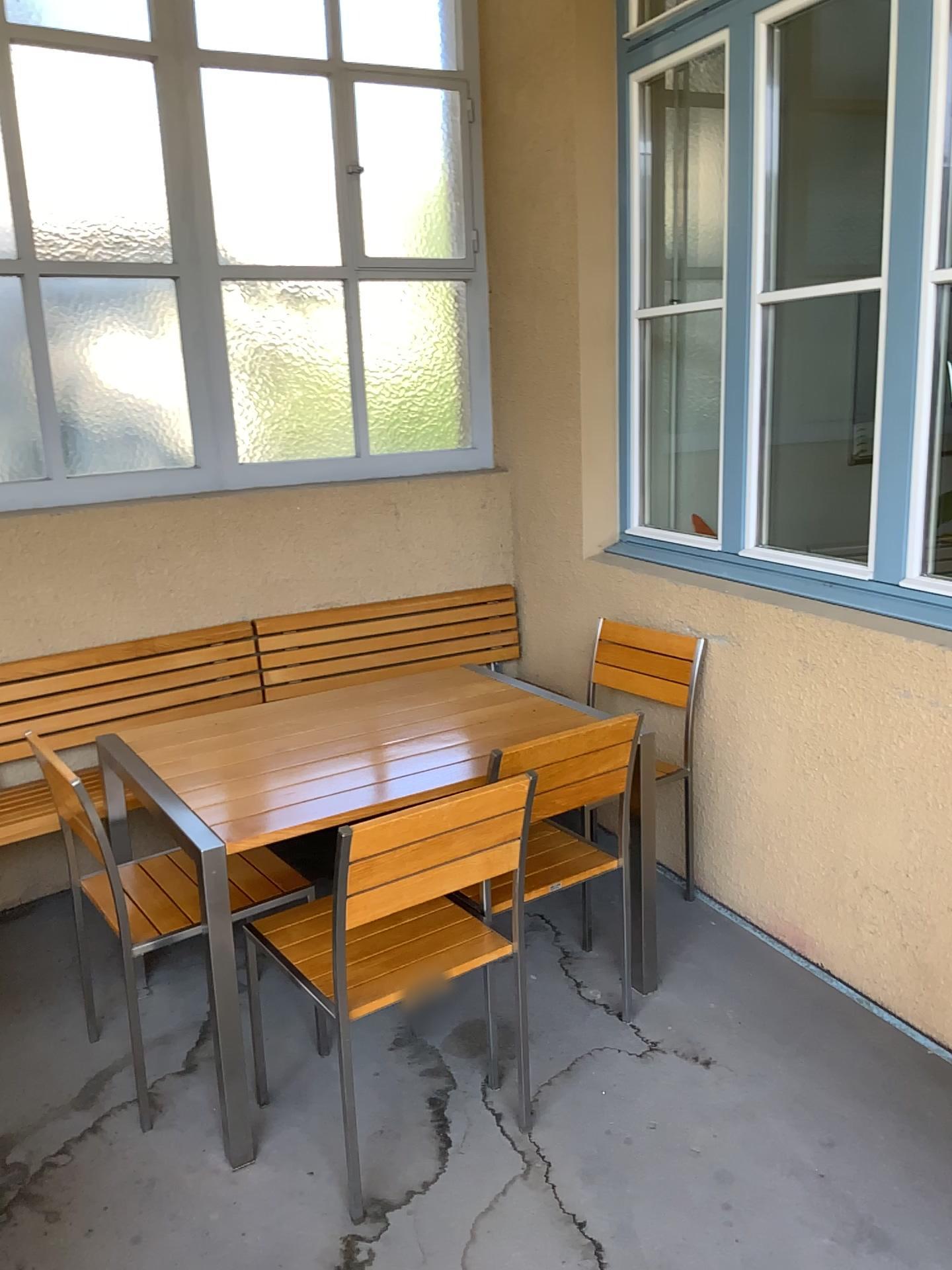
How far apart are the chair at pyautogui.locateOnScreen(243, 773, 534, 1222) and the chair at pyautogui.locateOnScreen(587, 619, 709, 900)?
1.1m

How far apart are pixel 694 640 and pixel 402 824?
1.6 meters

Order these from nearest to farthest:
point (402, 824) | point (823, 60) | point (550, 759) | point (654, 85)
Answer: point (402, 824), point (550, 759), point (654, 85), point (823, 60)

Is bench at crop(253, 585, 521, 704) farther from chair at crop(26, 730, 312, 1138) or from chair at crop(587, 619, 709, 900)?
chair at crop(26, 730, 312, 1138)

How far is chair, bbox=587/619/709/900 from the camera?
3.29m

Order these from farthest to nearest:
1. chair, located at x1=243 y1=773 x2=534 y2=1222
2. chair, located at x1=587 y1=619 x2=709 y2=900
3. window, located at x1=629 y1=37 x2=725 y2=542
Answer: window, located at x1=629 y1=37 x2=725 y2=542 → chair, located at x1=587 y1=619 x2=709 y2=900 → chair, located at x1=243 y1=773 x2=534 y2=1222

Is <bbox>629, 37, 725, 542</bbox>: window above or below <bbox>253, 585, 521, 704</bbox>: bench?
above

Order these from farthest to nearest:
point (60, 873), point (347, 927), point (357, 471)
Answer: point (357, 471) → point (60, 873) → point (347, 927)

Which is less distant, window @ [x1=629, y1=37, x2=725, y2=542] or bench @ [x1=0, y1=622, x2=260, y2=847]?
bench @ [x1=0, y1=622, x2=260, y2=847]

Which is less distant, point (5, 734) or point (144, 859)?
point (144, 859)
